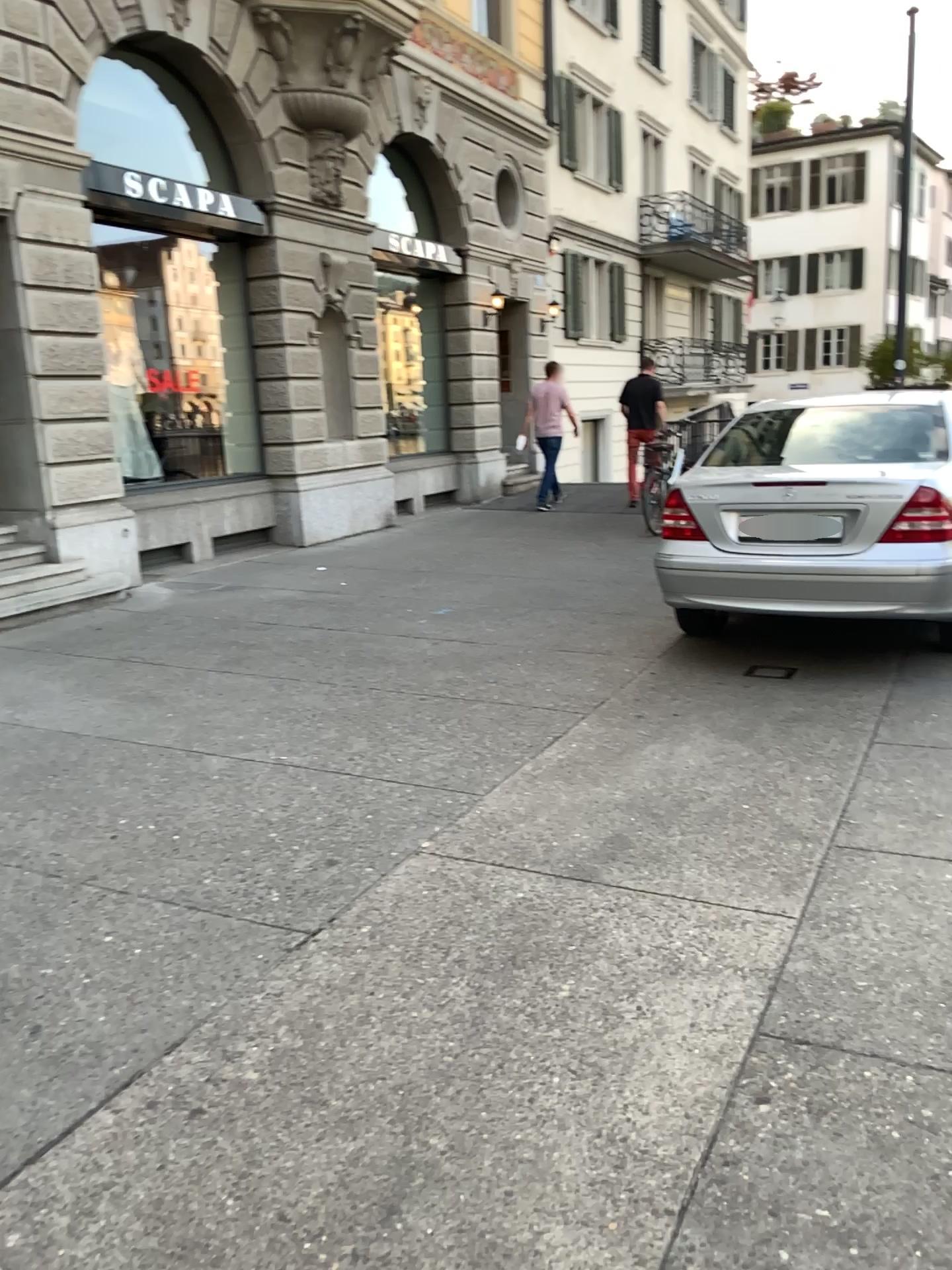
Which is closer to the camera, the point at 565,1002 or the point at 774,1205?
the point at 774,1205
